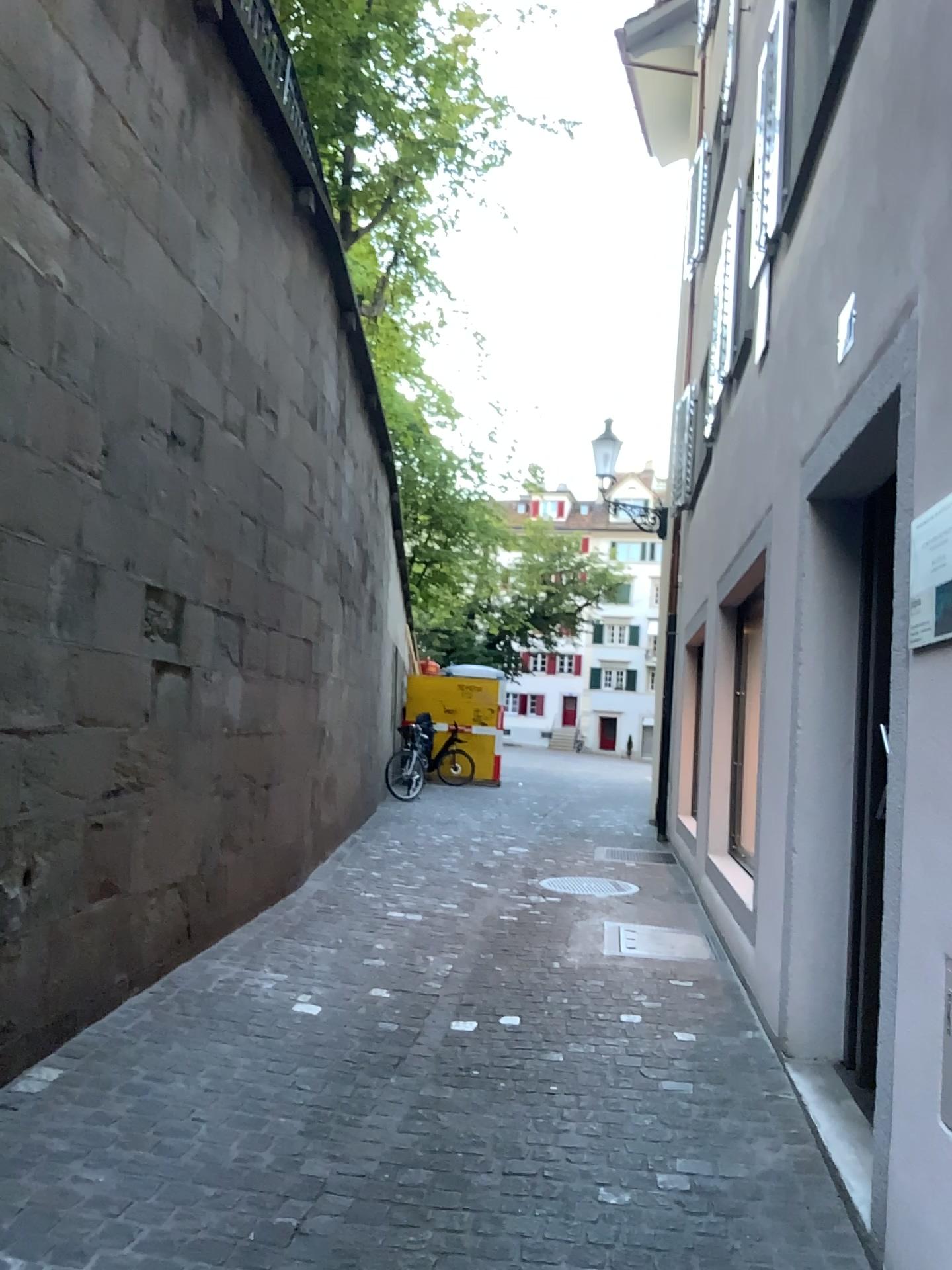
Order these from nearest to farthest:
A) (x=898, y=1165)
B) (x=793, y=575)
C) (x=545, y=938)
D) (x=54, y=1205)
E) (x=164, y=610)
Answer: (x=898, y=1165) < (x=54, y=1205) < (x=793, y=575) < (x=164, y=610) < (x=545, y=938)
